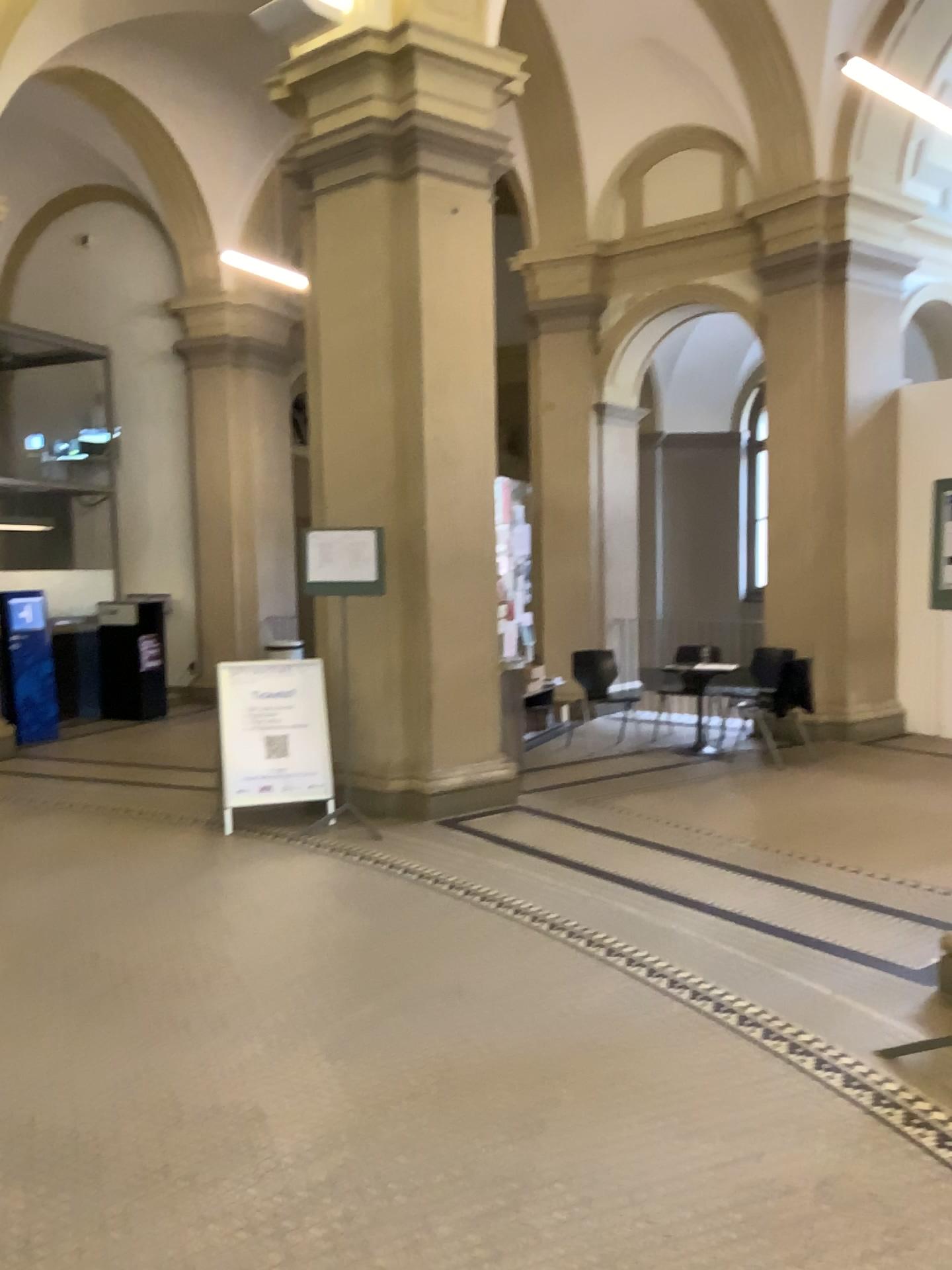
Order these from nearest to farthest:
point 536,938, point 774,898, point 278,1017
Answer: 1. point 278,1017
2. point 536,938
3. point 774,898
